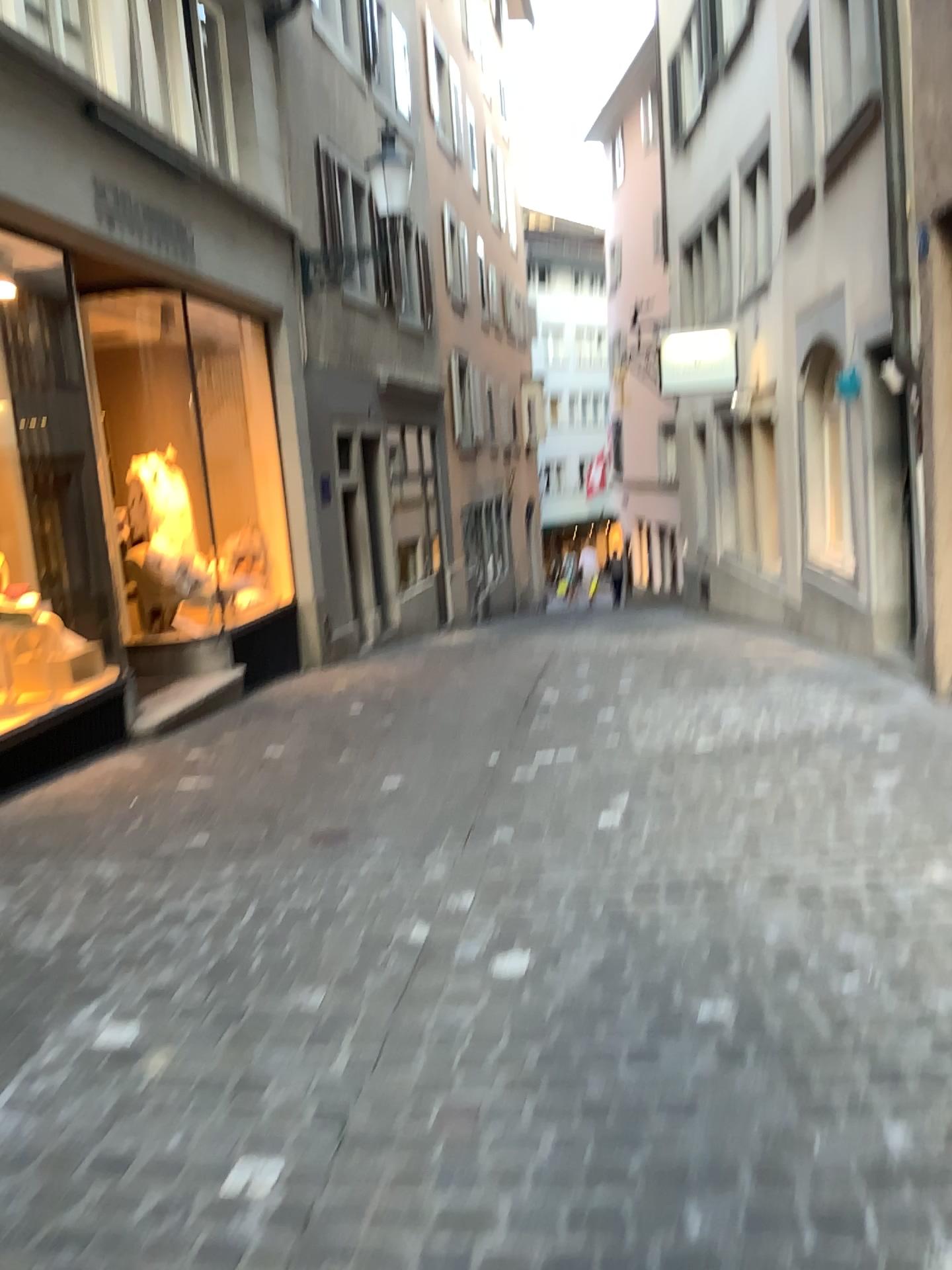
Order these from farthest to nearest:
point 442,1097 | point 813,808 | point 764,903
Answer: point 813,808, point 764,903, point 442,1097
